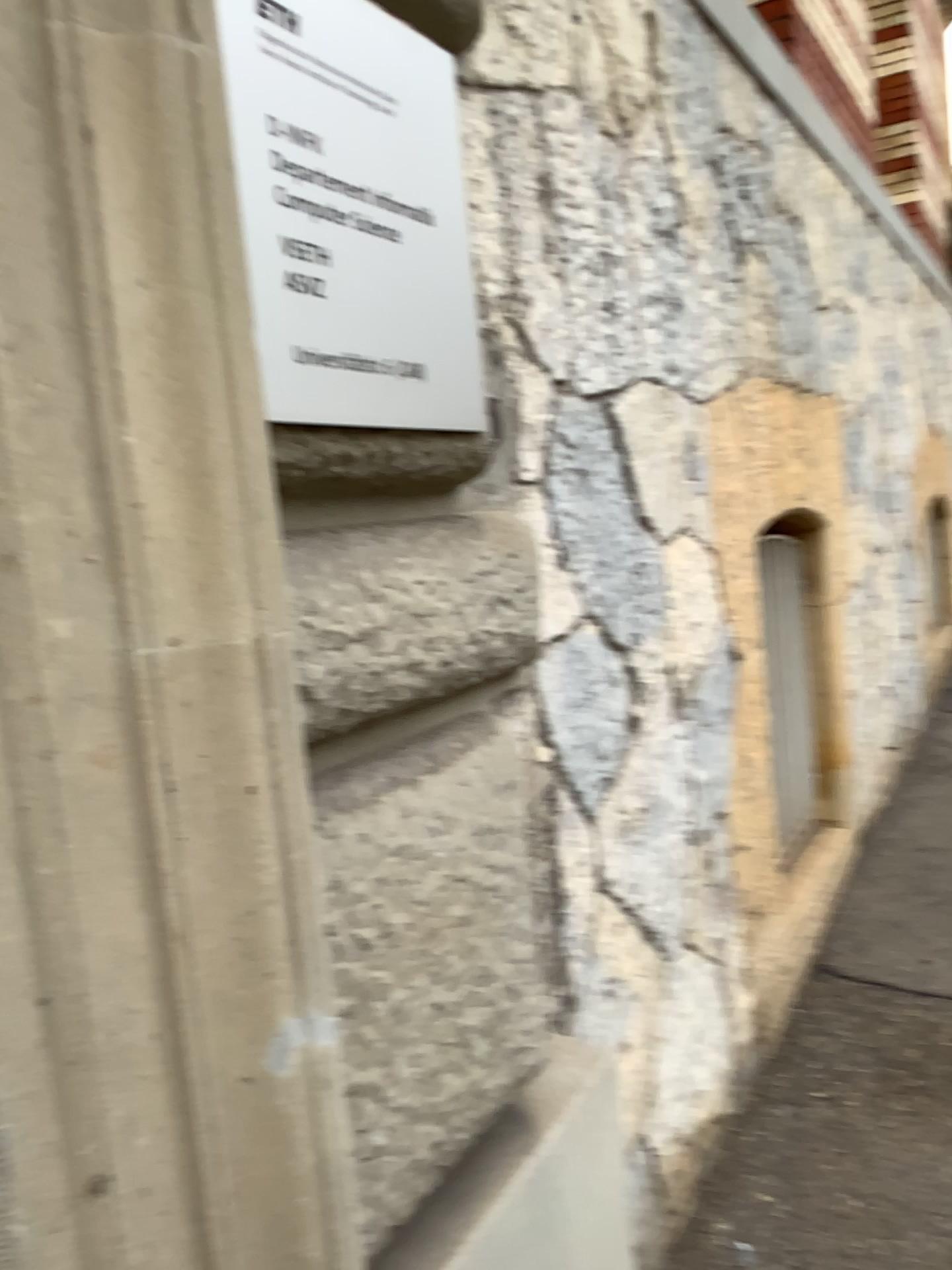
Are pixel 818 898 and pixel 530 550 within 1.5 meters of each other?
no

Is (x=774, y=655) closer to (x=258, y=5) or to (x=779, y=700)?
(x=779, y=700)

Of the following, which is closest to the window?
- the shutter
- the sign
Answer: the shutter

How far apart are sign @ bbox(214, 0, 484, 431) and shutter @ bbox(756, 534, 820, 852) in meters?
1.7

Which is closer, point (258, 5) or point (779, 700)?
point (258, 5)

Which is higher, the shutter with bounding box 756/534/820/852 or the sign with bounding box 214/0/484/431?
the sign with bounding box 214/0/484/431

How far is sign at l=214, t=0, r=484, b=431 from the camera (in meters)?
0.87

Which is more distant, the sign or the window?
the window

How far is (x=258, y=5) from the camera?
0.9 meters

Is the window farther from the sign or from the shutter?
the sign
